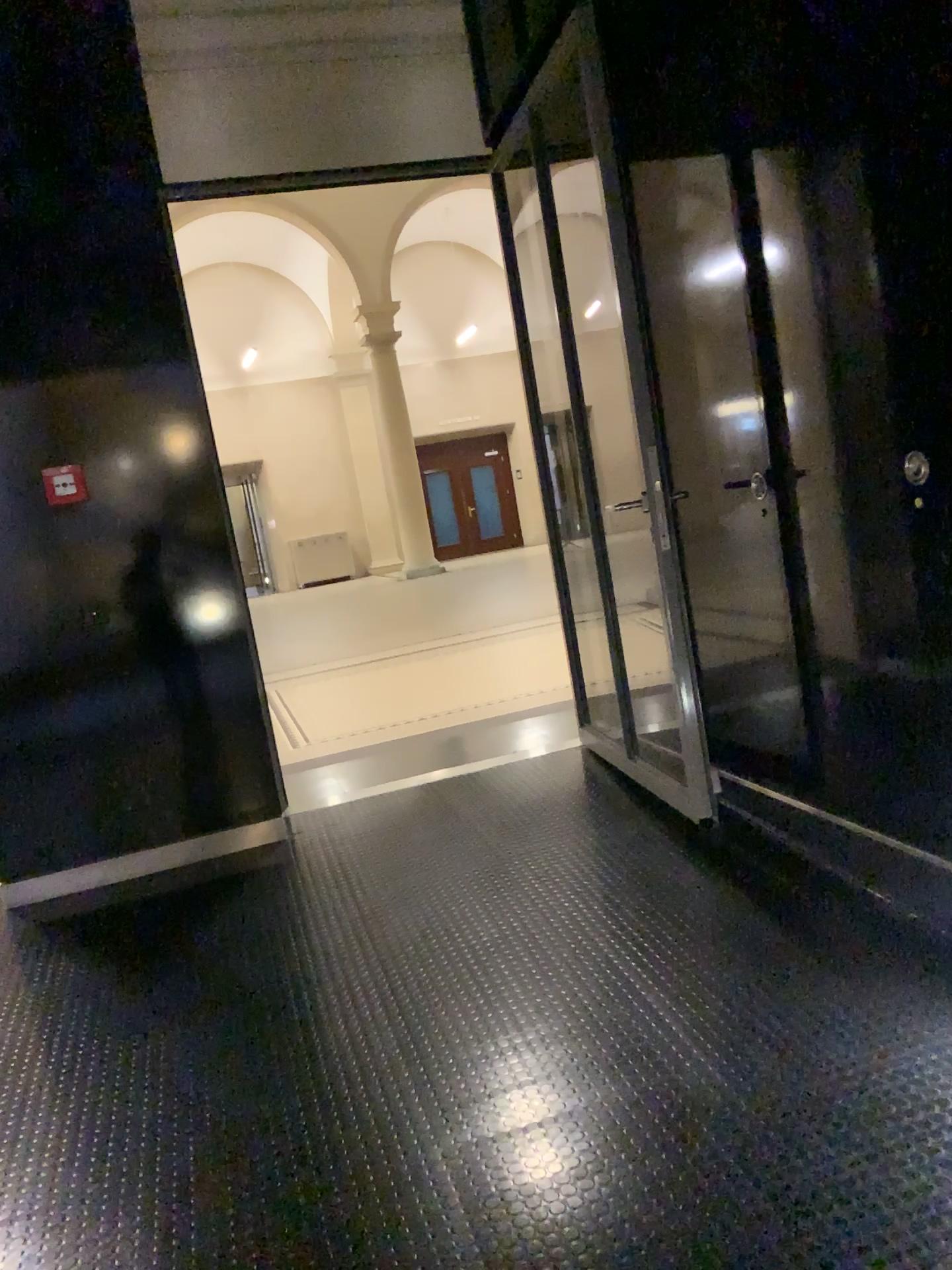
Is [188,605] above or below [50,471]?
below

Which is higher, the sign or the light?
the sign

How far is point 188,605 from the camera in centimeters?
391cm

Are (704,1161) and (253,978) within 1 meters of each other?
no

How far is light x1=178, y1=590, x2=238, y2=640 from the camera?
3.91m
